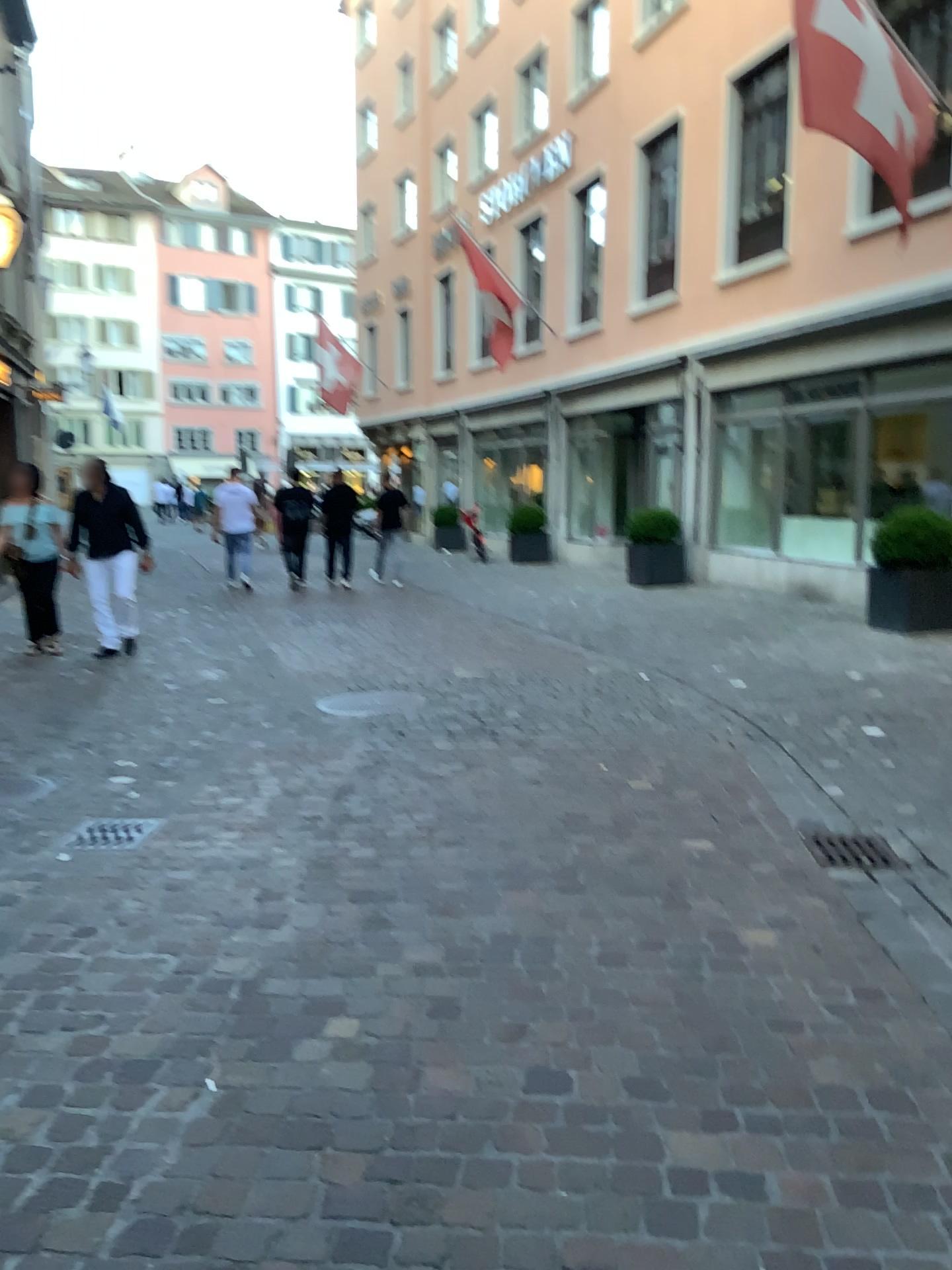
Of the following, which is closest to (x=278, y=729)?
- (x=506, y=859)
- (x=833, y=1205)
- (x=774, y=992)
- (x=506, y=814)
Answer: (x=506, y=814)
